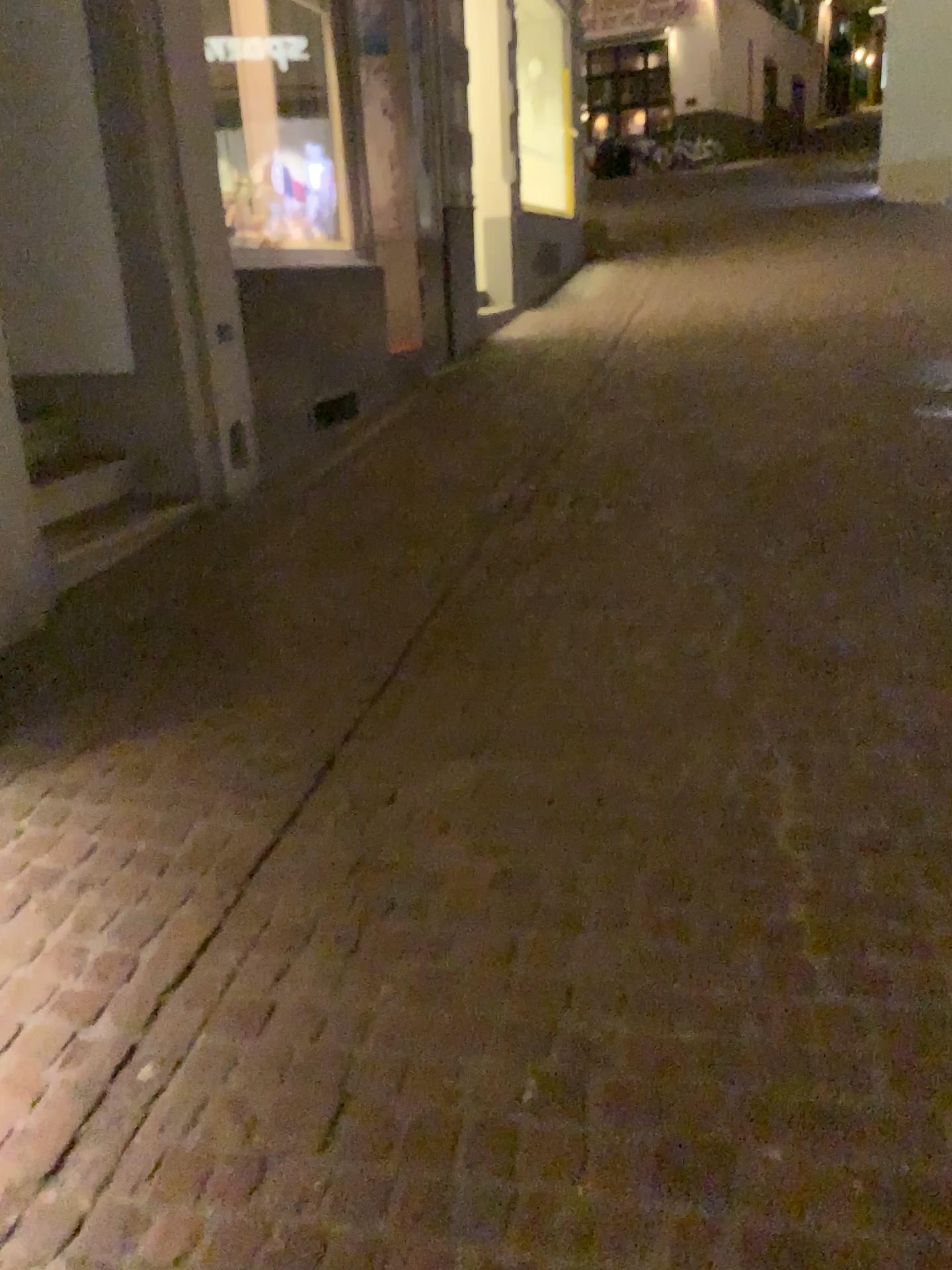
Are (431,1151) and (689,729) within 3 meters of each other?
yes
